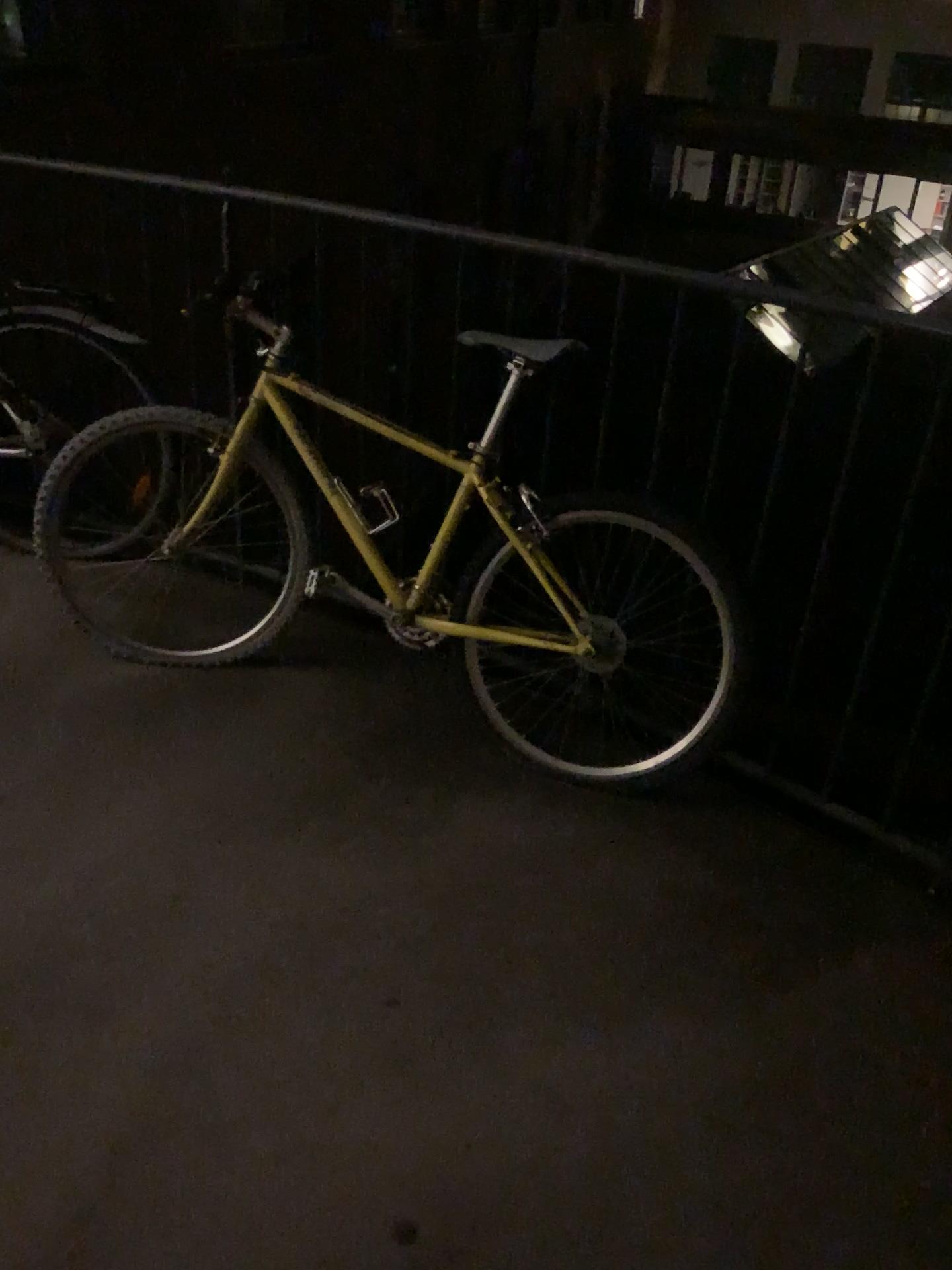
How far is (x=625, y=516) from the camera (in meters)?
2.17

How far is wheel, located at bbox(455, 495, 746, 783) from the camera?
2.17m

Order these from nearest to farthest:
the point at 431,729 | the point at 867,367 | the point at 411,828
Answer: the point at 867,367
the point at 411,828
the point at 431,729
